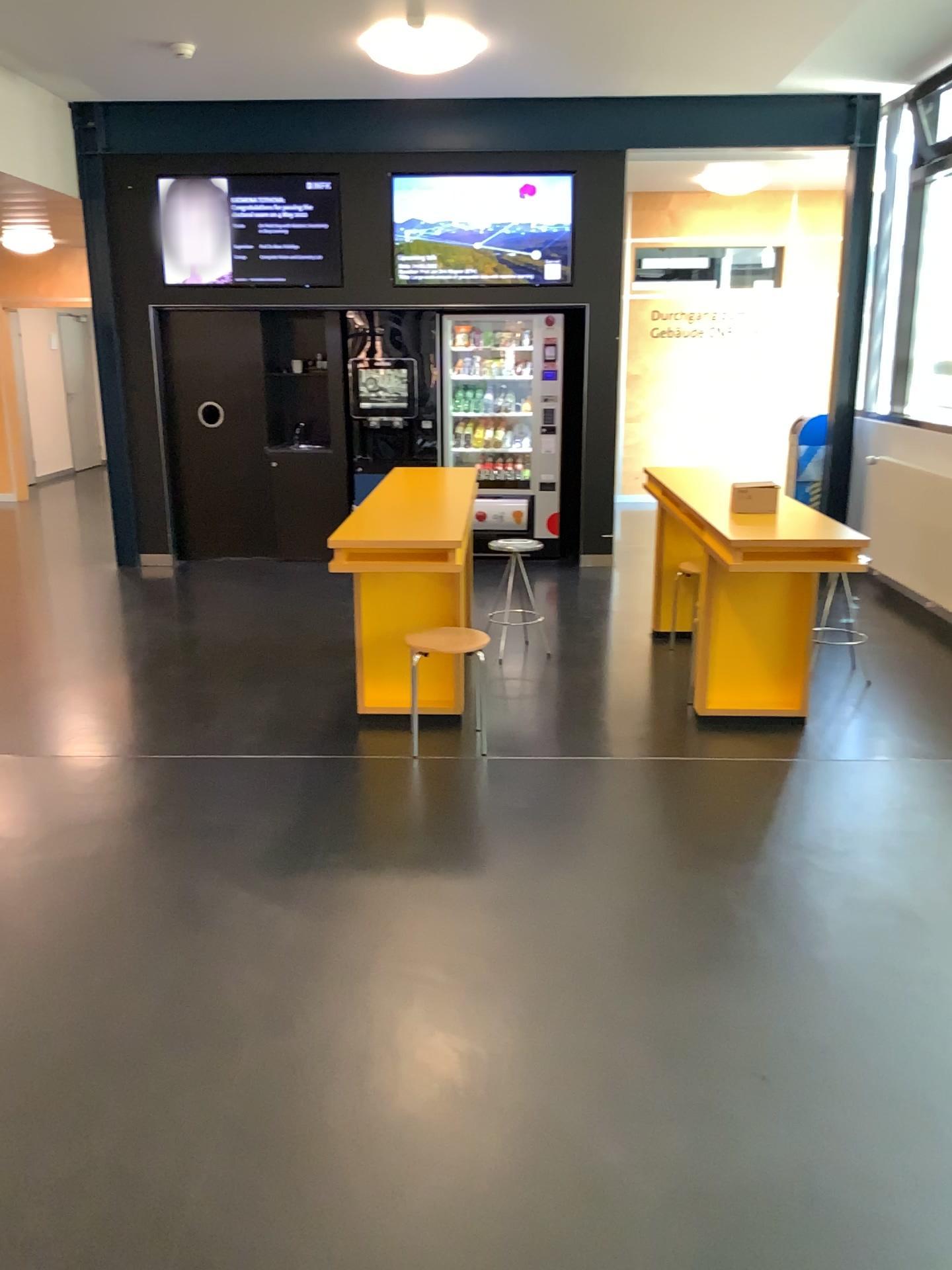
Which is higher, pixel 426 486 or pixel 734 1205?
pixel 426 486
